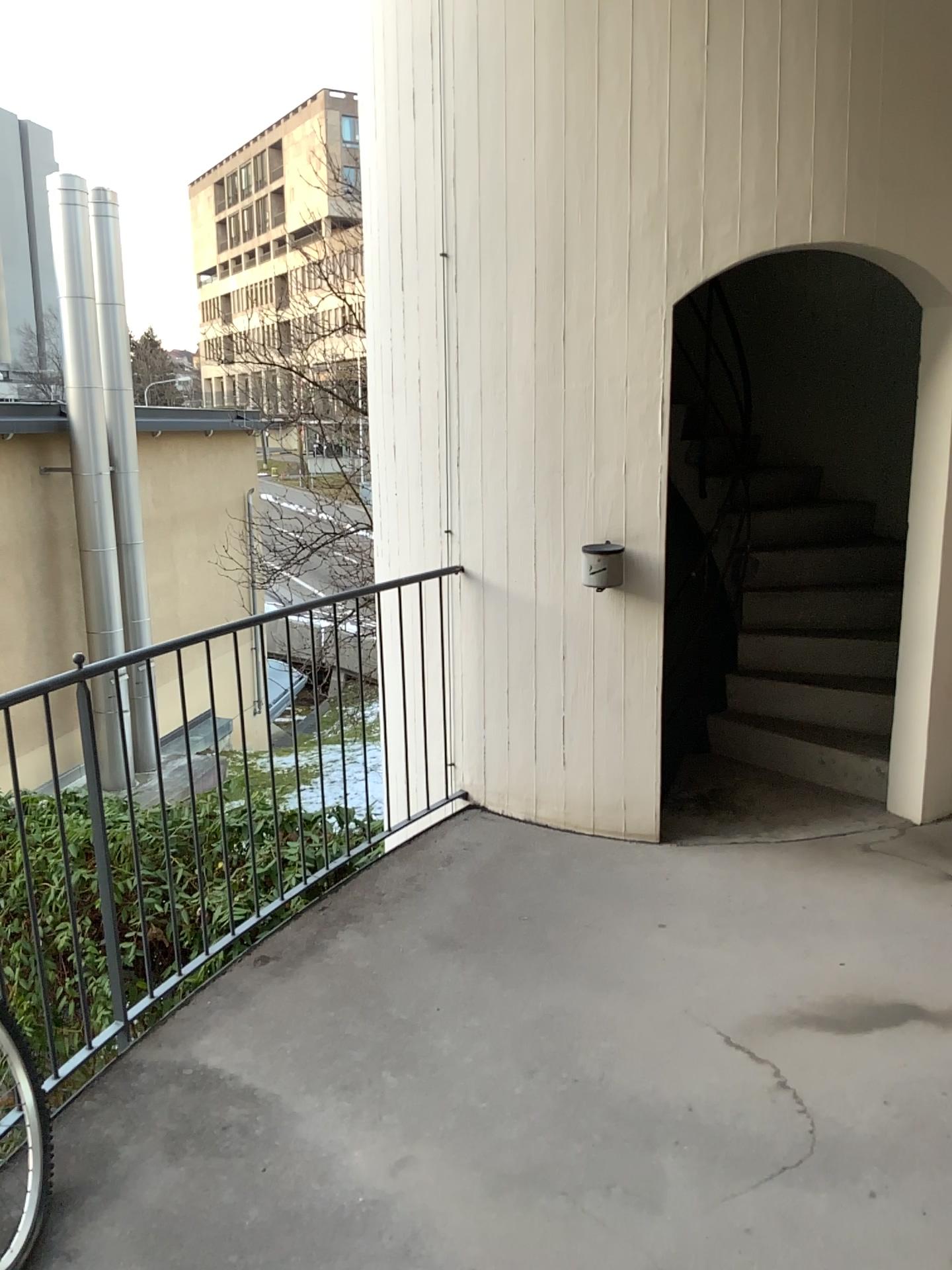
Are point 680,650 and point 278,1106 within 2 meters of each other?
no

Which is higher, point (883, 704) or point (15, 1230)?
point (883, 704)

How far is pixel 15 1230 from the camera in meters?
2.1 m

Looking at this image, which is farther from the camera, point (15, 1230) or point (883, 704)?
point (883, 704)

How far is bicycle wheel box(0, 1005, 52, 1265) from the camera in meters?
2.1 m

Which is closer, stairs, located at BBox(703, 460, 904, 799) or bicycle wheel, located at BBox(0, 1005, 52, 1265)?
bicycle wheel, located at BBox(0, 1005, 52, 1265)
